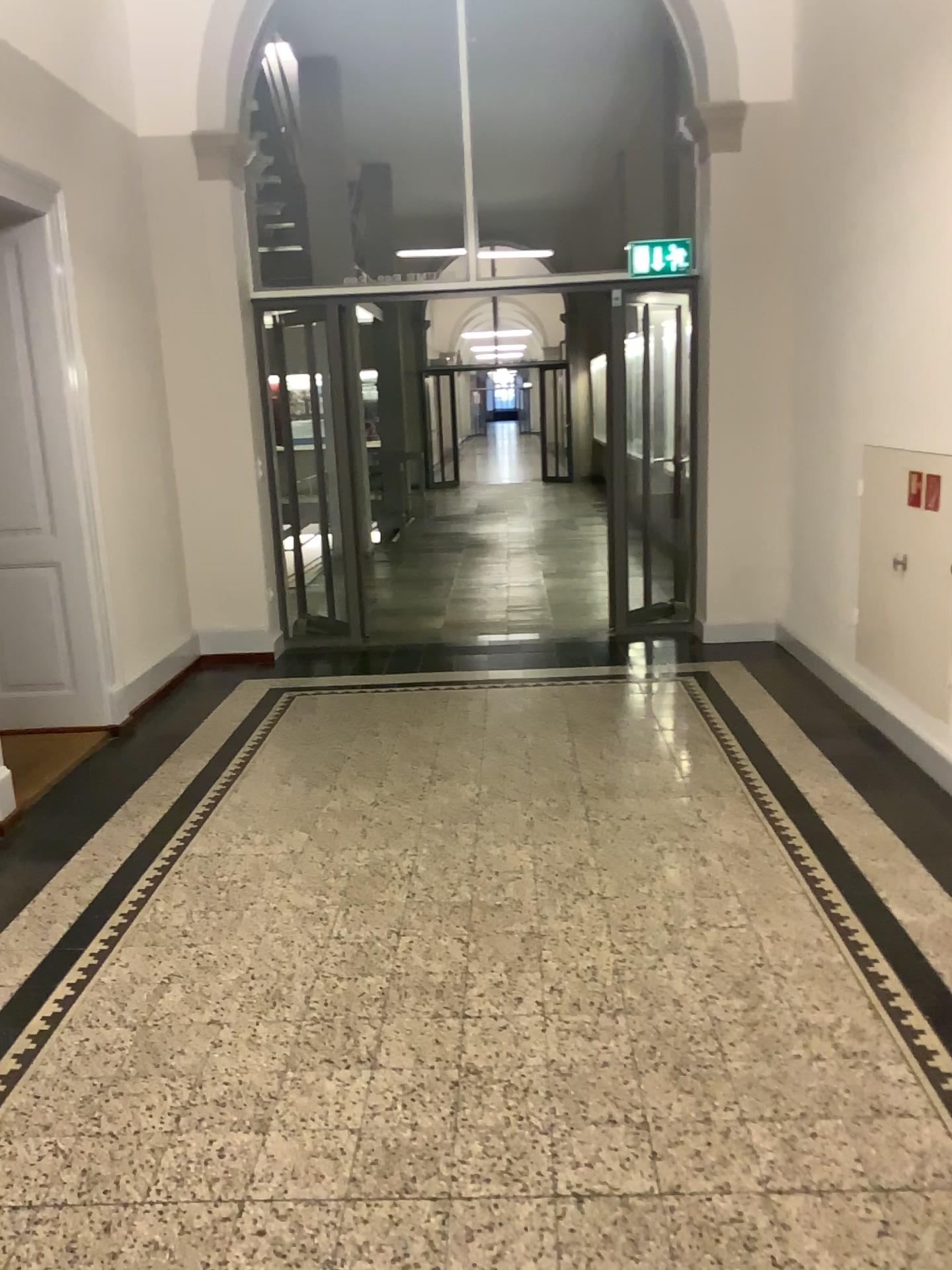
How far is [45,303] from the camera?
4.65m

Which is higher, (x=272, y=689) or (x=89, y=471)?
(x=89, y=471)

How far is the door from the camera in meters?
4.6
